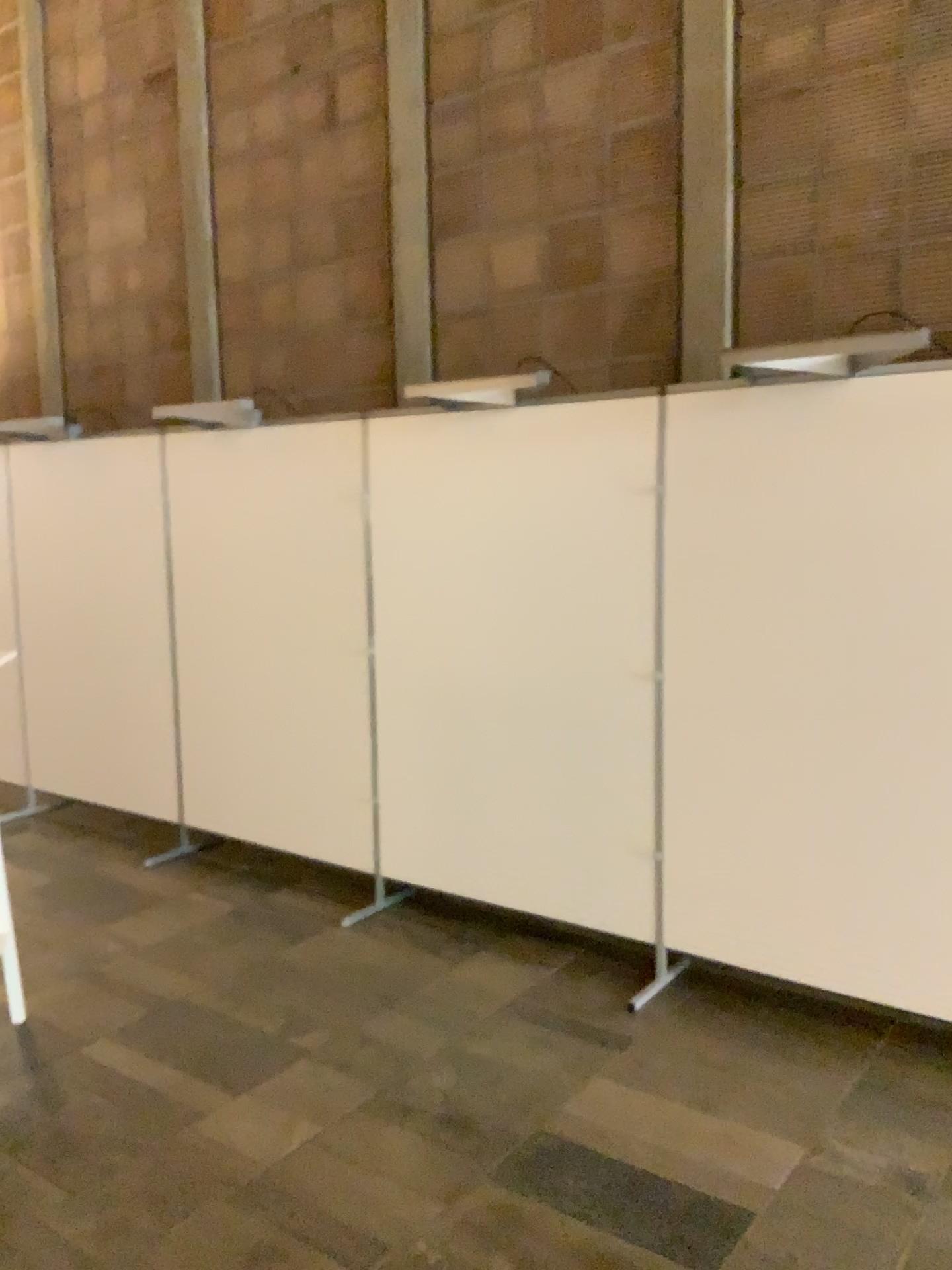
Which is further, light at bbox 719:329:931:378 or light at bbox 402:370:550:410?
light at bbox 402:370:550:410

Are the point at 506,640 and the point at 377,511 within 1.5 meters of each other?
yes

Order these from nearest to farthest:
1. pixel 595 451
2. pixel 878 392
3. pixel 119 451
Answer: pixel 878 392 → pixel 595 451 → pixel 119 451

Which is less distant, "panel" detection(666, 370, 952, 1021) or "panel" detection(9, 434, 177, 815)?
"panel" detection(666, 370, 952, 1021)

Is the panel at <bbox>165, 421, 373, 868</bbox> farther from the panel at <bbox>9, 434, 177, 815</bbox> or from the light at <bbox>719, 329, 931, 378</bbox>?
the light at <bbox>719, 329, 931, 378</bbox>

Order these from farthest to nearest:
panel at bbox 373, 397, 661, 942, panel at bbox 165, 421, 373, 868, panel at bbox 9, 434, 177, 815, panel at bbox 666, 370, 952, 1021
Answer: panel at bbox 9, 434, 177, 815, panel at bbox 165, 421, 373, 868, panel at bbox 373, 397, 661, 942, panel at bbox 666, 370, 952, 1021

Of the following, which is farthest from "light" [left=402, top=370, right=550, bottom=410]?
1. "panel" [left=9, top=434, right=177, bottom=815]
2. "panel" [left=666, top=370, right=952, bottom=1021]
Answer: "panel" [left=9, top=434, right=177, bottom=815]

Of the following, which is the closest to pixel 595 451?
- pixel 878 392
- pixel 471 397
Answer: pixel 471 397

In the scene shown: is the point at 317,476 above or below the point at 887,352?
below

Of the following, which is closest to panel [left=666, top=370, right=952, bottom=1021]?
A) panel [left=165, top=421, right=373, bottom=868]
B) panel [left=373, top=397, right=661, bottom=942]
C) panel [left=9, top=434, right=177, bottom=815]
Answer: panel [left=373, top=397, right=661, bottom=942]
